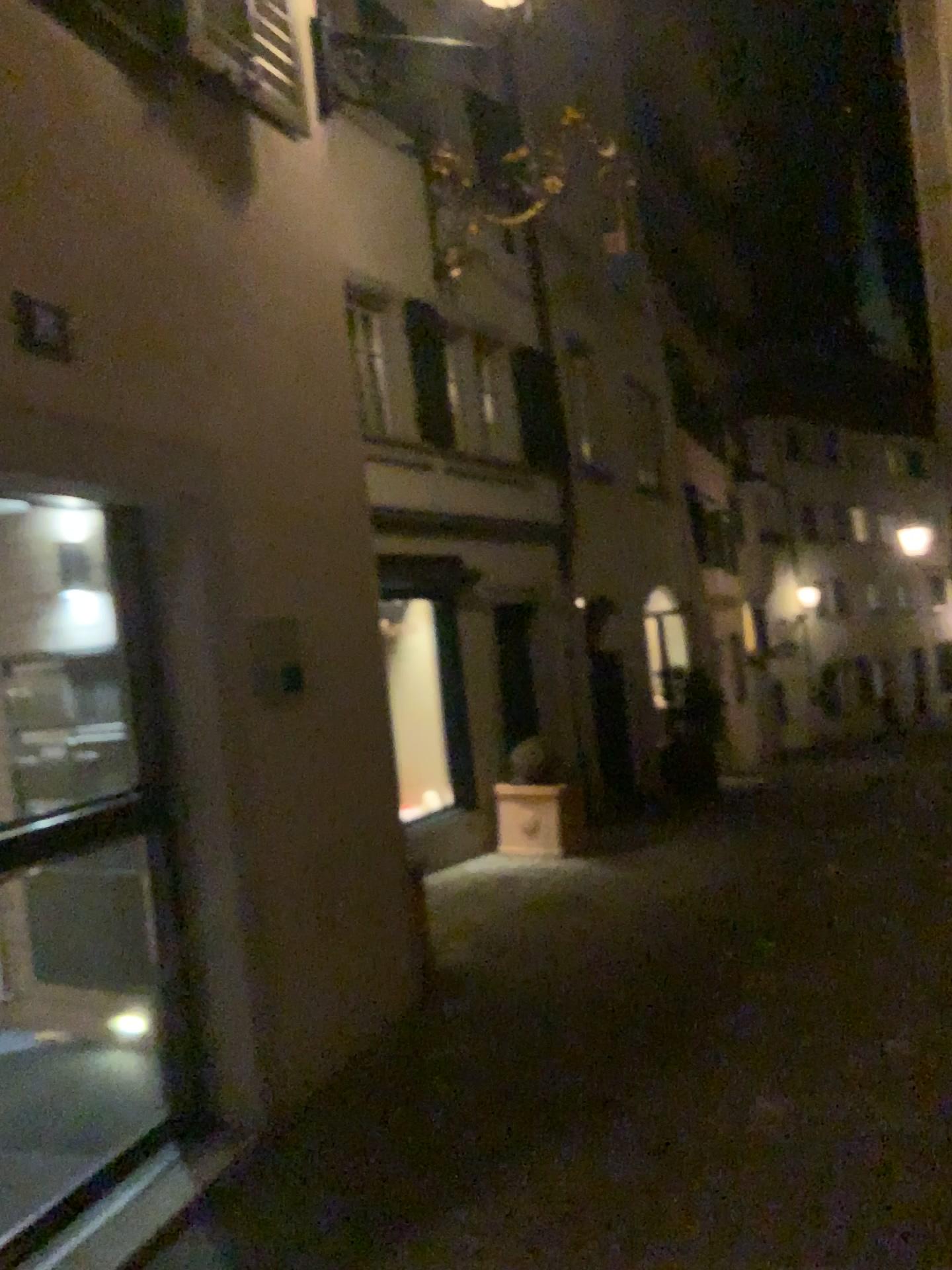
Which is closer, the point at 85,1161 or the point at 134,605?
the point at 85,1161
